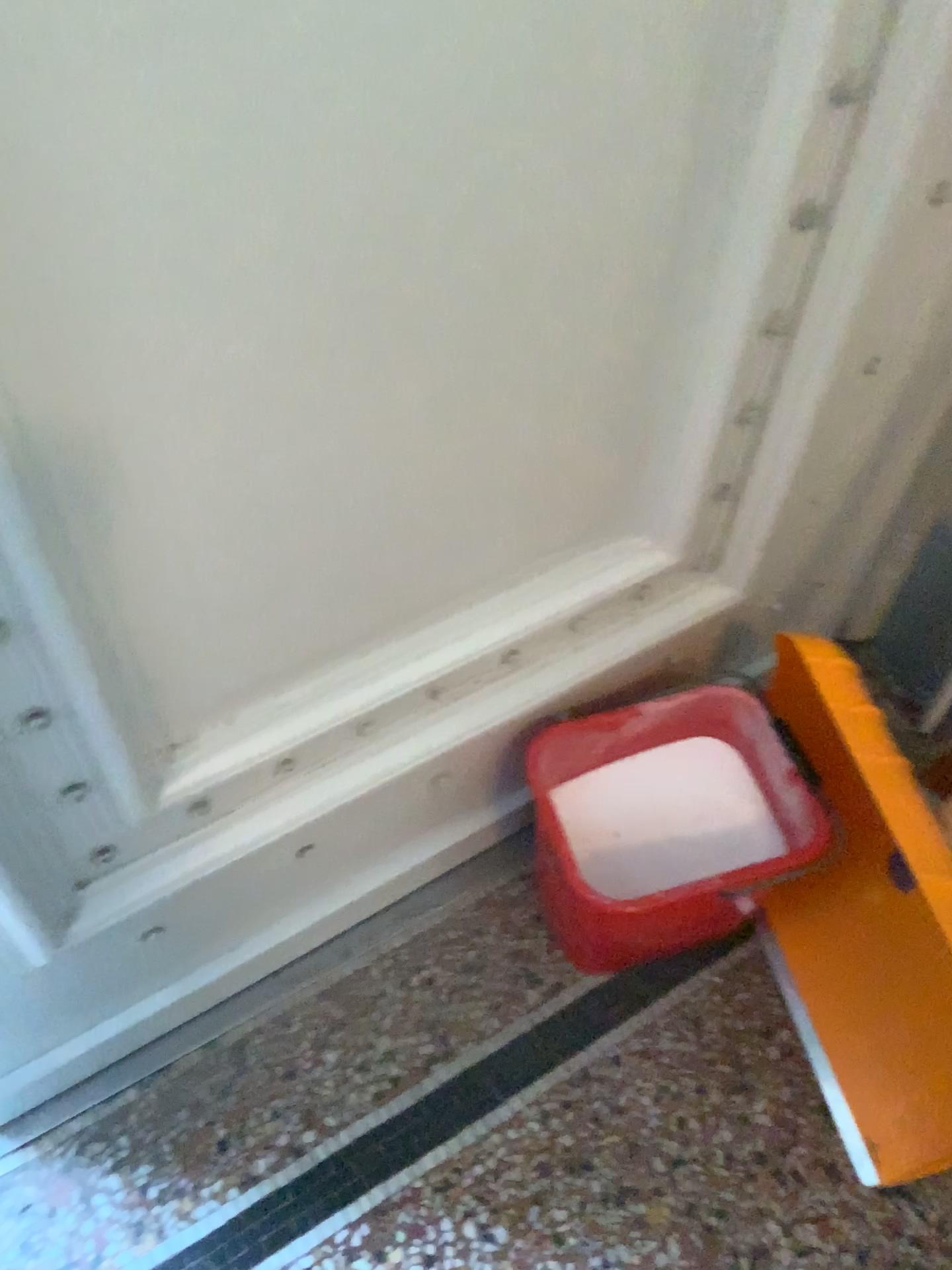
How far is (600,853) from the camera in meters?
1.2 m

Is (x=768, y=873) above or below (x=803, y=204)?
below

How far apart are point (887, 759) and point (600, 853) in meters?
0.3 m

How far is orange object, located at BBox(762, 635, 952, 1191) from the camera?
1.1 meters

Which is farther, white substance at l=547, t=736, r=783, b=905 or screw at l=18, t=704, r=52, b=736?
white substance at l=547, t=736, r=783, b=905

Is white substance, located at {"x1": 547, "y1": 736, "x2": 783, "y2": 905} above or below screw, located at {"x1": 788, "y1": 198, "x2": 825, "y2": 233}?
below

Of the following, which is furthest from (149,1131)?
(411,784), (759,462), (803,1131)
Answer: (759,462)

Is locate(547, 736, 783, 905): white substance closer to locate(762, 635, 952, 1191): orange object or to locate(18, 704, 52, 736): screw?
locate(762, 635, 952, 1191): orange object

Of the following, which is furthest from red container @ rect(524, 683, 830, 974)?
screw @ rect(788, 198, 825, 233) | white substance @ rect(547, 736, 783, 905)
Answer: screw @ rect(788, 198, 825, 233)

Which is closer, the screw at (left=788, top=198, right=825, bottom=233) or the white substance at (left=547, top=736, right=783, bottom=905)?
the screw at (left=788, top=198, right=825, bottom=233)
